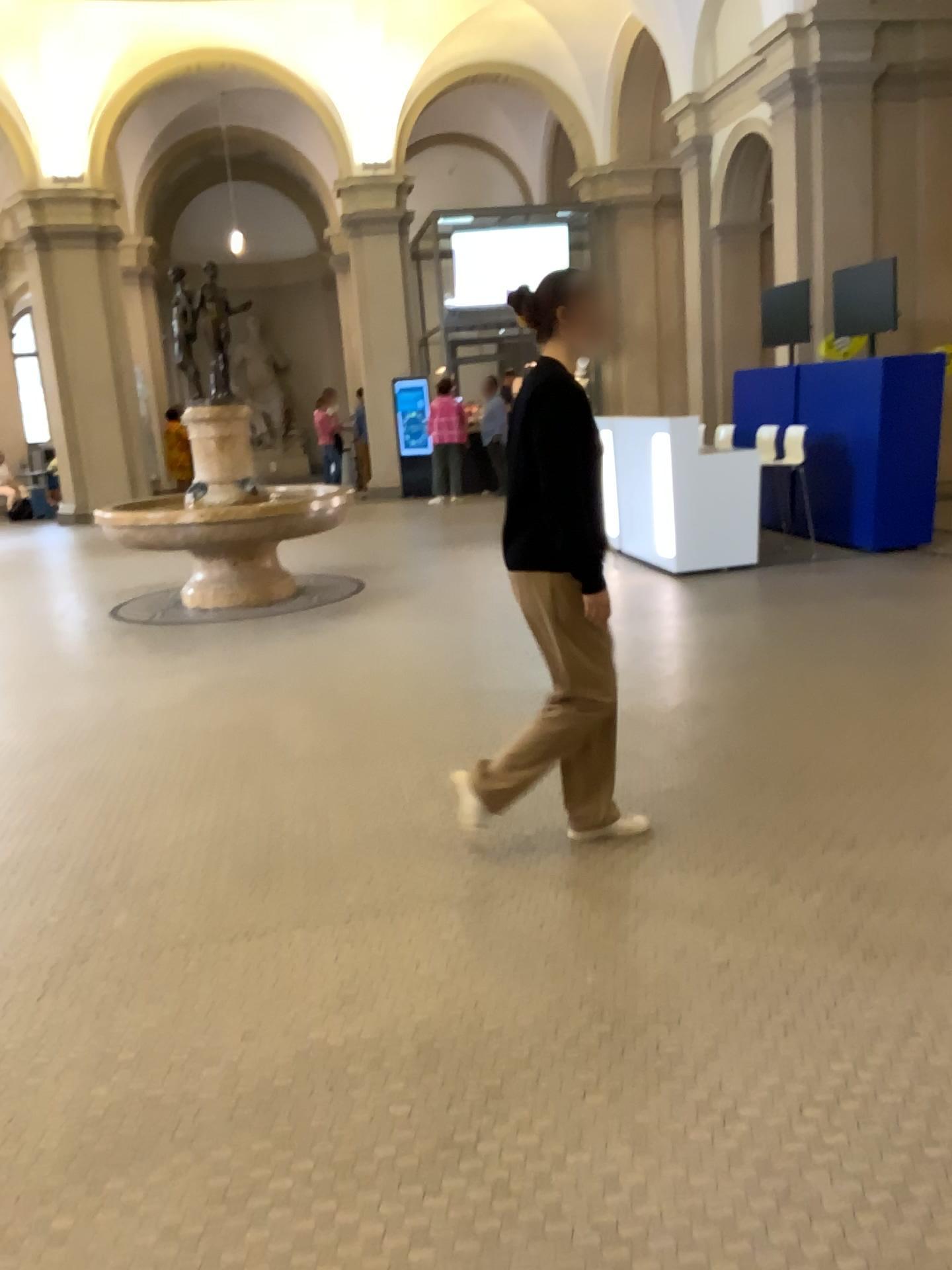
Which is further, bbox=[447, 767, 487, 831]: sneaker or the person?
bbox=[447, 767, 487, 831]: sneaker

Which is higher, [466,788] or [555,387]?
[555,387]

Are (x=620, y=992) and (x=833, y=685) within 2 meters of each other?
no

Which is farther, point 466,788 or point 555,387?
point 466,788
